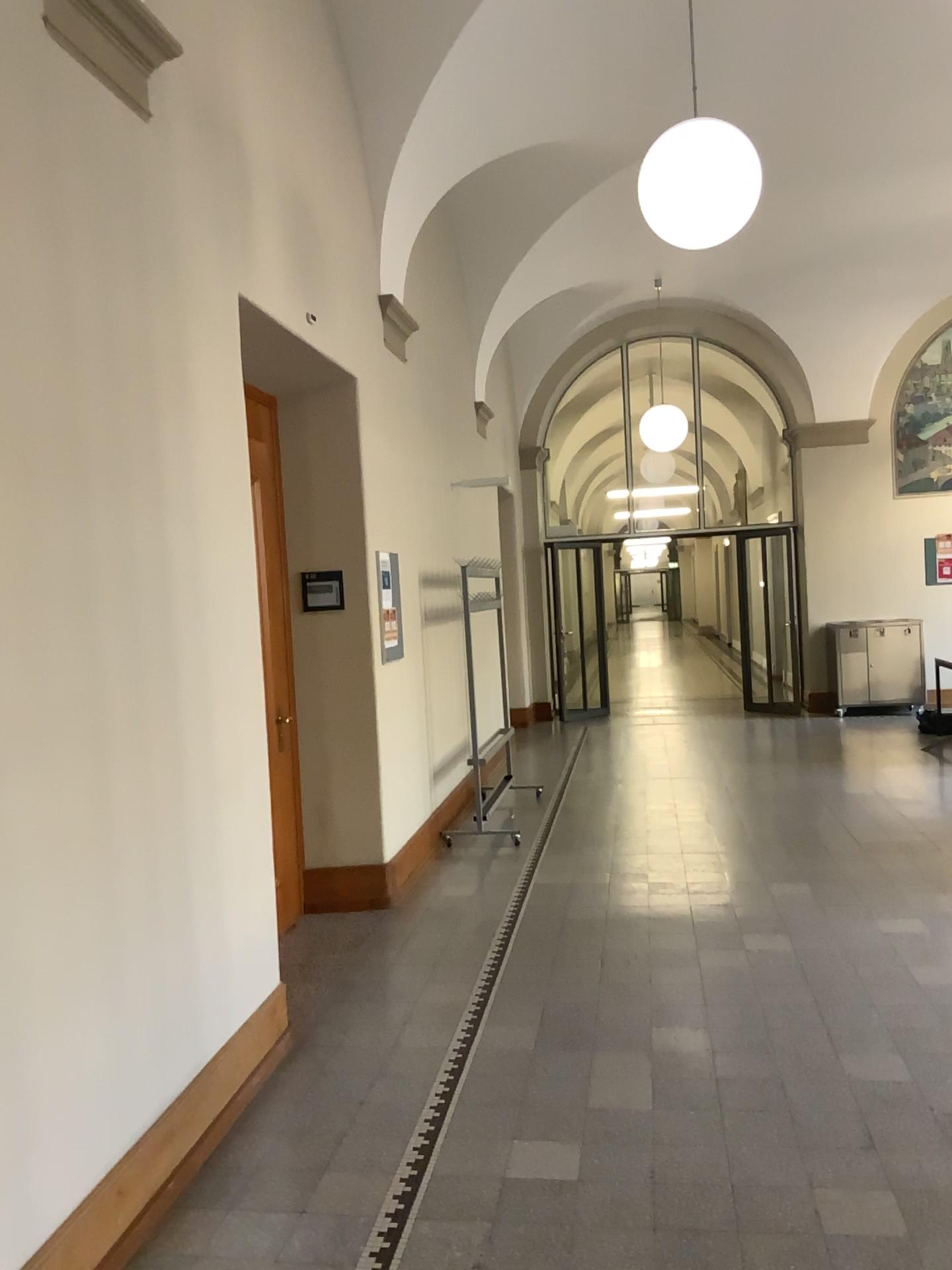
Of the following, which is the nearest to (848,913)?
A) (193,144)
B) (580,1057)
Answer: (580,1057)

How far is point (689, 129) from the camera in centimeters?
406cm

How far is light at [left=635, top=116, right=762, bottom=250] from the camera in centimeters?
406cm

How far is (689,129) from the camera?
4.1 meters

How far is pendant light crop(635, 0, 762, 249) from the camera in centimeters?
406cm
